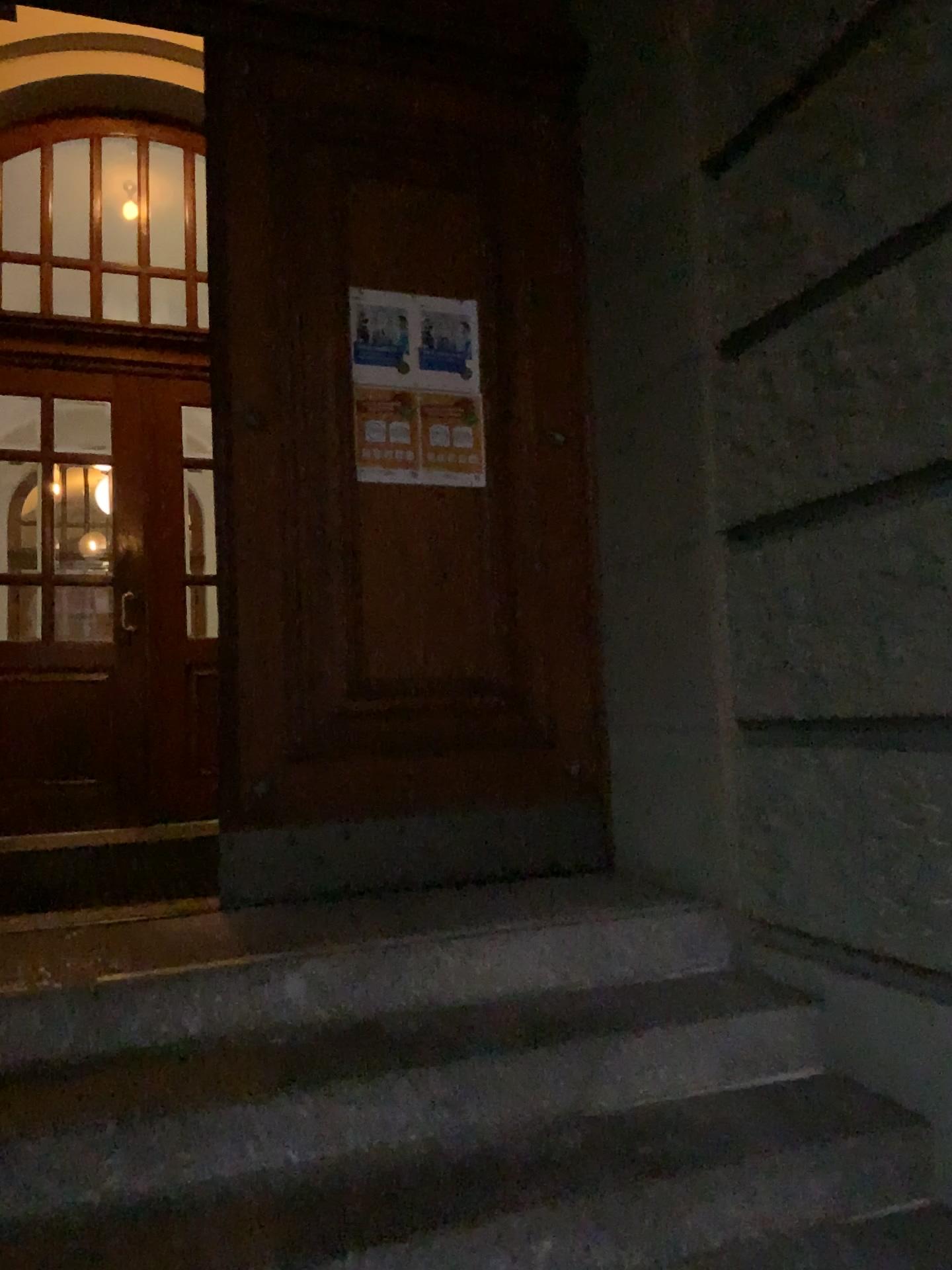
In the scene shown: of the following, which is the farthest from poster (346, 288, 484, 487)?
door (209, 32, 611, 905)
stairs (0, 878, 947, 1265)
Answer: stairs (0, 878, 947, 1265)

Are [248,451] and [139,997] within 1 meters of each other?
no

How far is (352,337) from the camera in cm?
323

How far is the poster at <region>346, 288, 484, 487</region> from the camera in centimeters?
323cm

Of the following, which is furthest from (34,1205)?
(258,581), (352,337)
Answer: (352,337)

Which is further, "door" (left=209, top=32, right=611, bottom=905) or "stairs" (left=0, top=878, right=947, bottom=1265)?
"door" (left=209, top=32, right=611, bottom=905)

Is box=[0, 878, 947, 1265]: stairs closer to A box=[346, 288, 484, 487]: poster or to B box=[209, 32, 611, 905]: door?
B box=[209, 32, 611, 905]: door

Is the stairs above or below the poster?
below

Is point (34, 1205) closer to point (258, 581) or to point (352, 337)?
point (258, 581)
